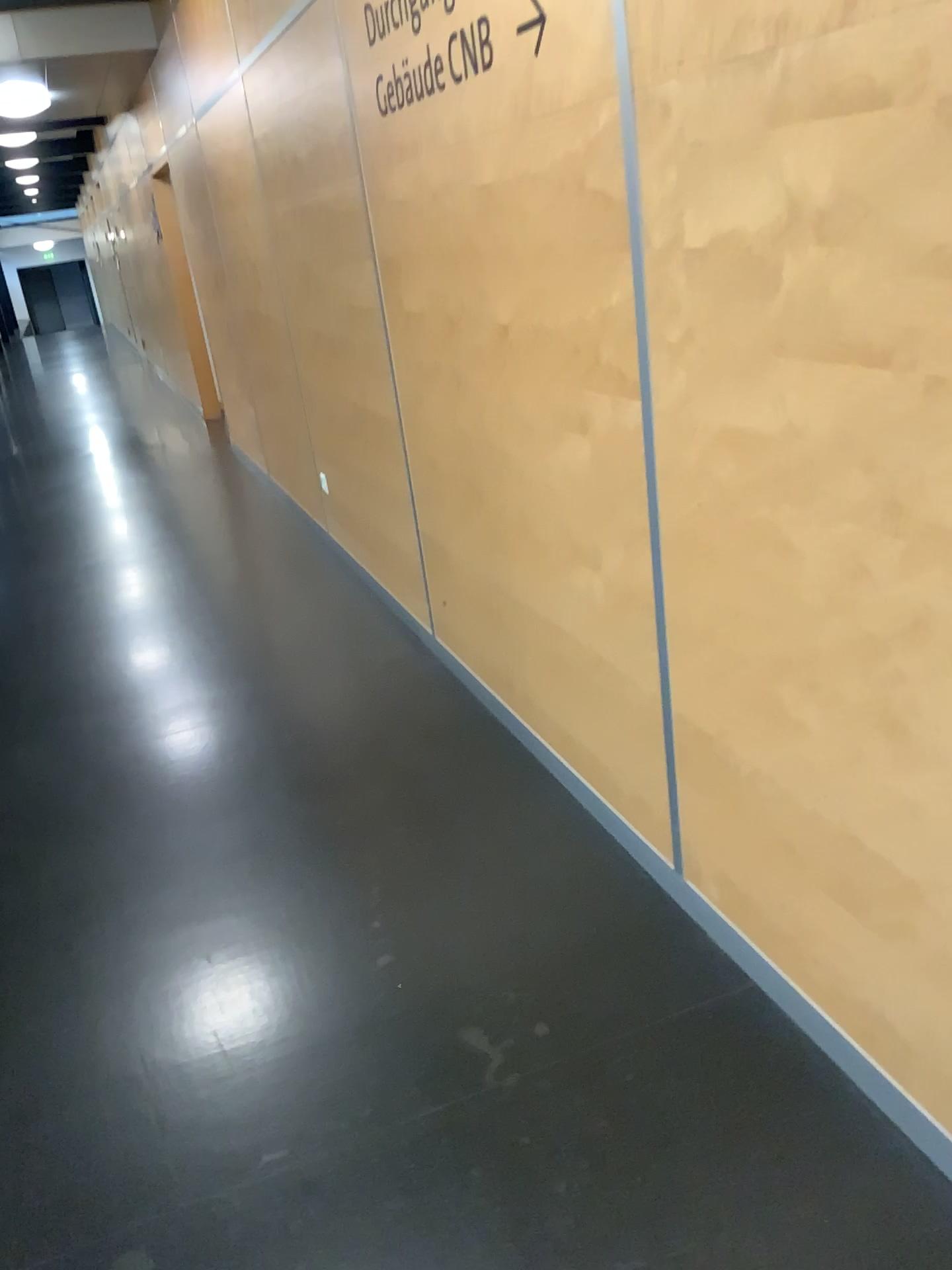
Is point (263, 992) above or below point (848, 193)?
below
